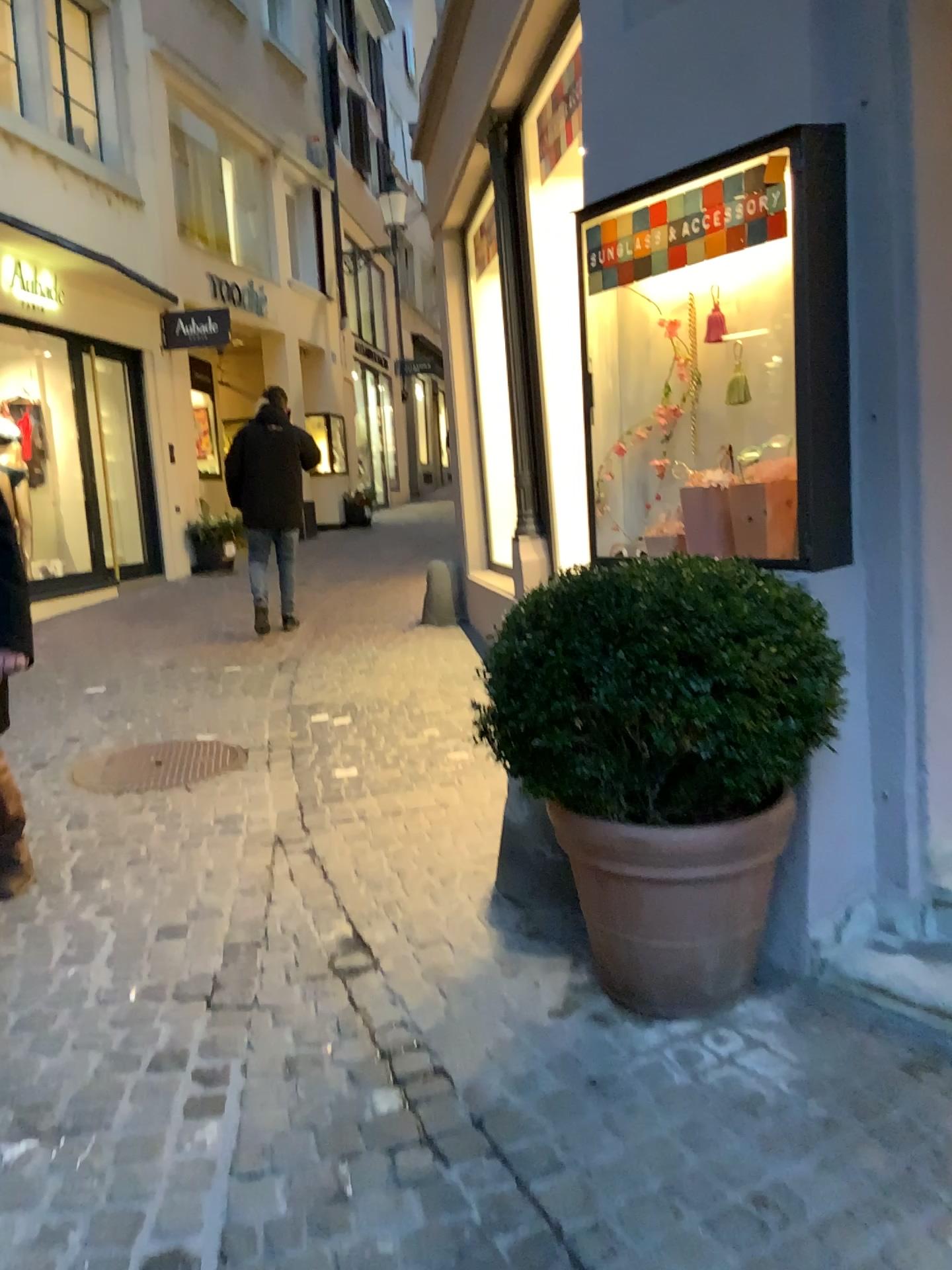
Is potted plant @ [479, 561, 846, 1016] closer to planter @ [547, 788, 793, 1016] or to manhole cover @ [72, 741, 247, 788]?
planter @ [547, 788, 793, 1016]

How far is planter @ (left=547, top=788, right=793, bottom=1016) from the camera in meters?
2.2

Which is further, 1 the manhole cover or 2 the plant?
1 the manhole cover

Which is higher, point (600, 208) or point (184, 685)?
point (600, 208)

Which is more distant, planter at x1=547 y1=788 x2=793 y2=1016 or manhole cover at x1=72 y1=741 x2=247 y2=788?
manhole cover at x1=72 y1=741 x2=247 y2=788

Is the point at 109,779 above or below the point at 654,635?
below

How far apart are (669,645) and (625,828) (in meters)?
0.41

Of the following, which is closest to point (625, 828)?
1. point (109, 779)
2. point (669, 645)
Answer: point (669, 645)

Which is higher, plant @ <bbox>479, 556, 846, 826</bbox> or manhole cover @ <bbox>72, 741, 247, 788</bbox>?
plant @ <bbox>479, 556, 846, 826</bbox>

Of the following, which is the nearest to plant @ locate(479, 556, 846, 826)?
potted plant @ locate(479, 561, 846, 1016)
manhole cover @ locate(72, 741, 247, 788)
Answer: potted plant @ locate(479, 561, 846, 1016)
